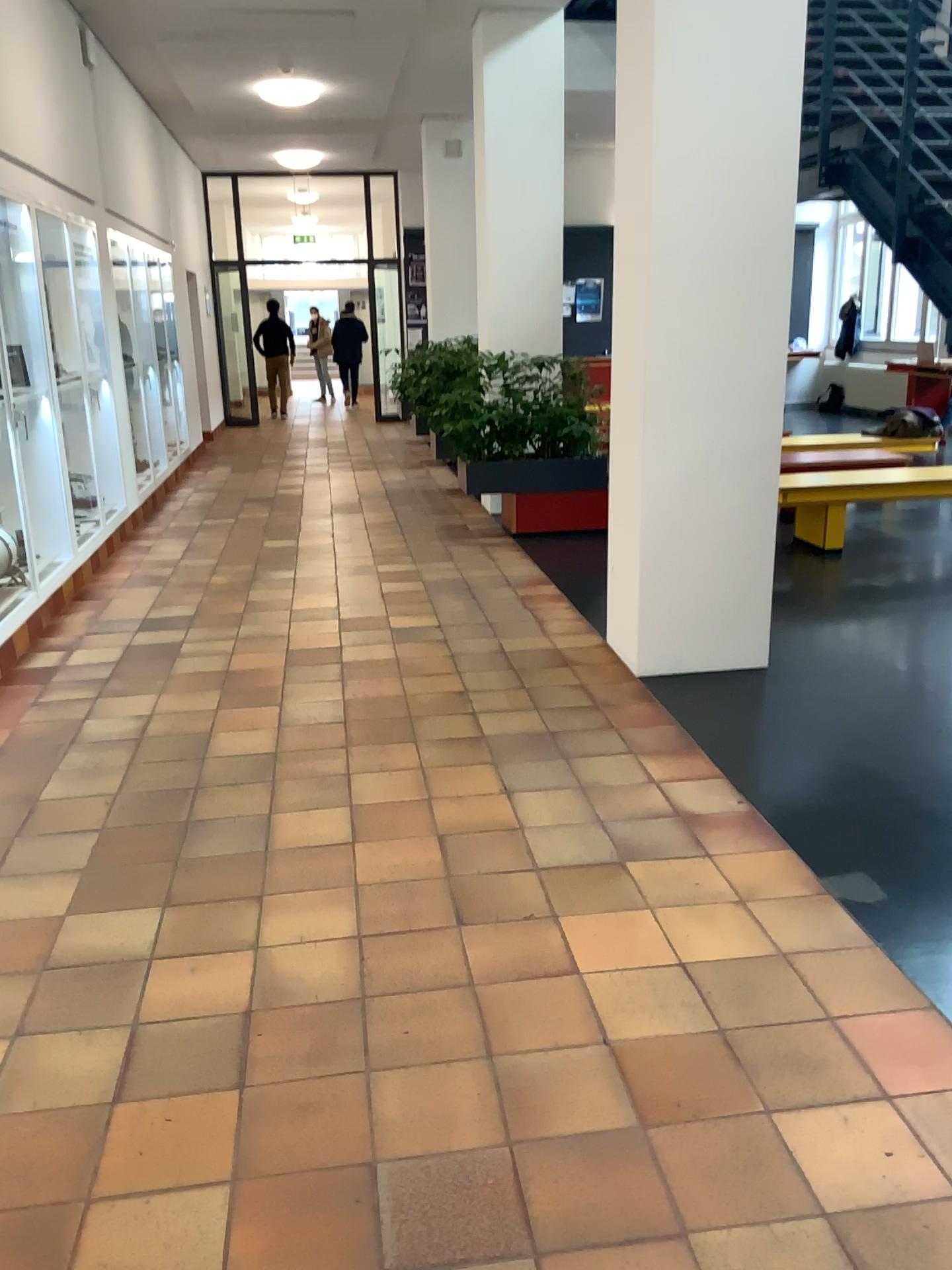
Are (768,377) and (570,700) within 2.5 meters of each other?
yes
